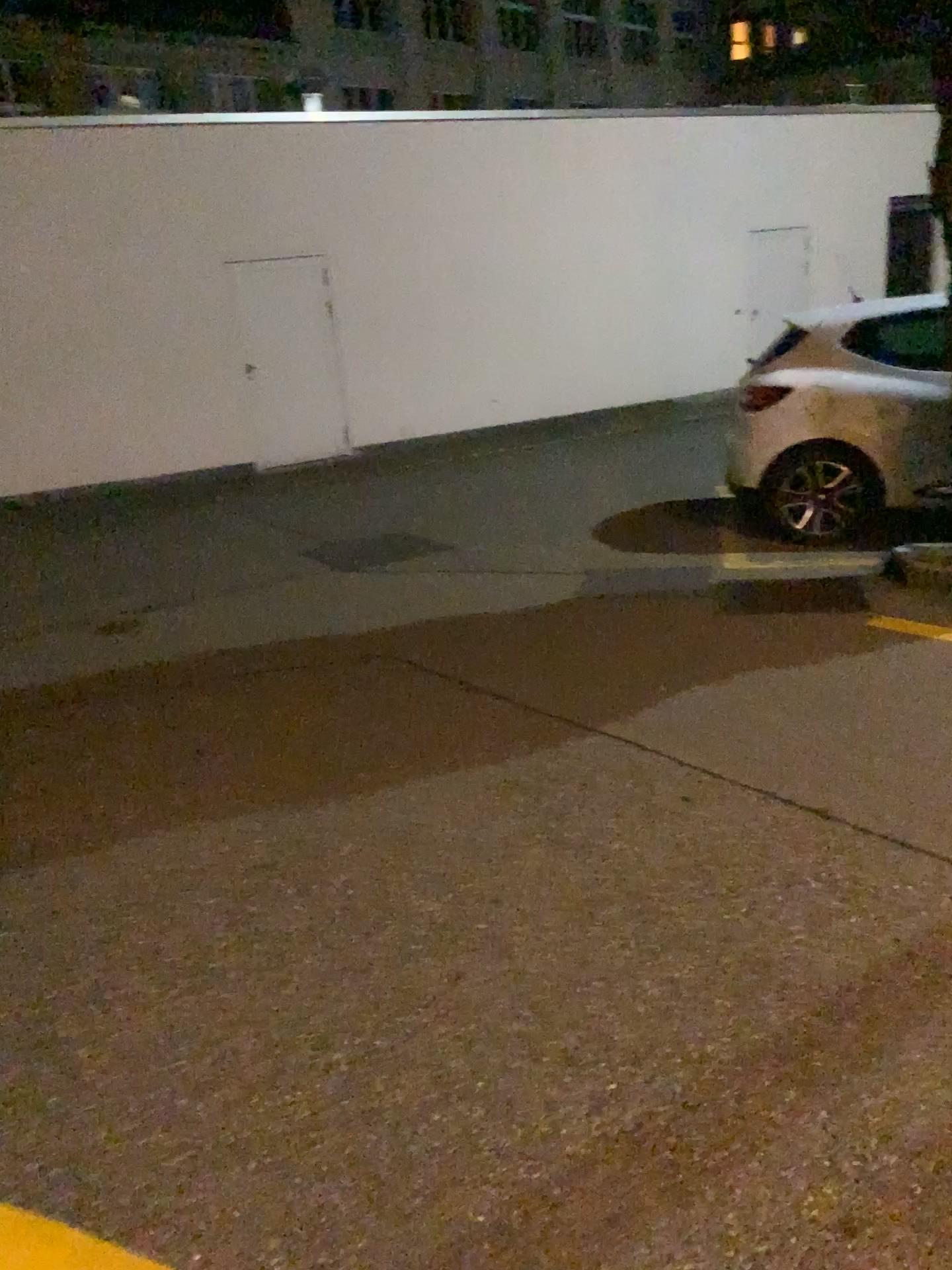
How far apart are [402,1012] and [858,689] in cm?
231
